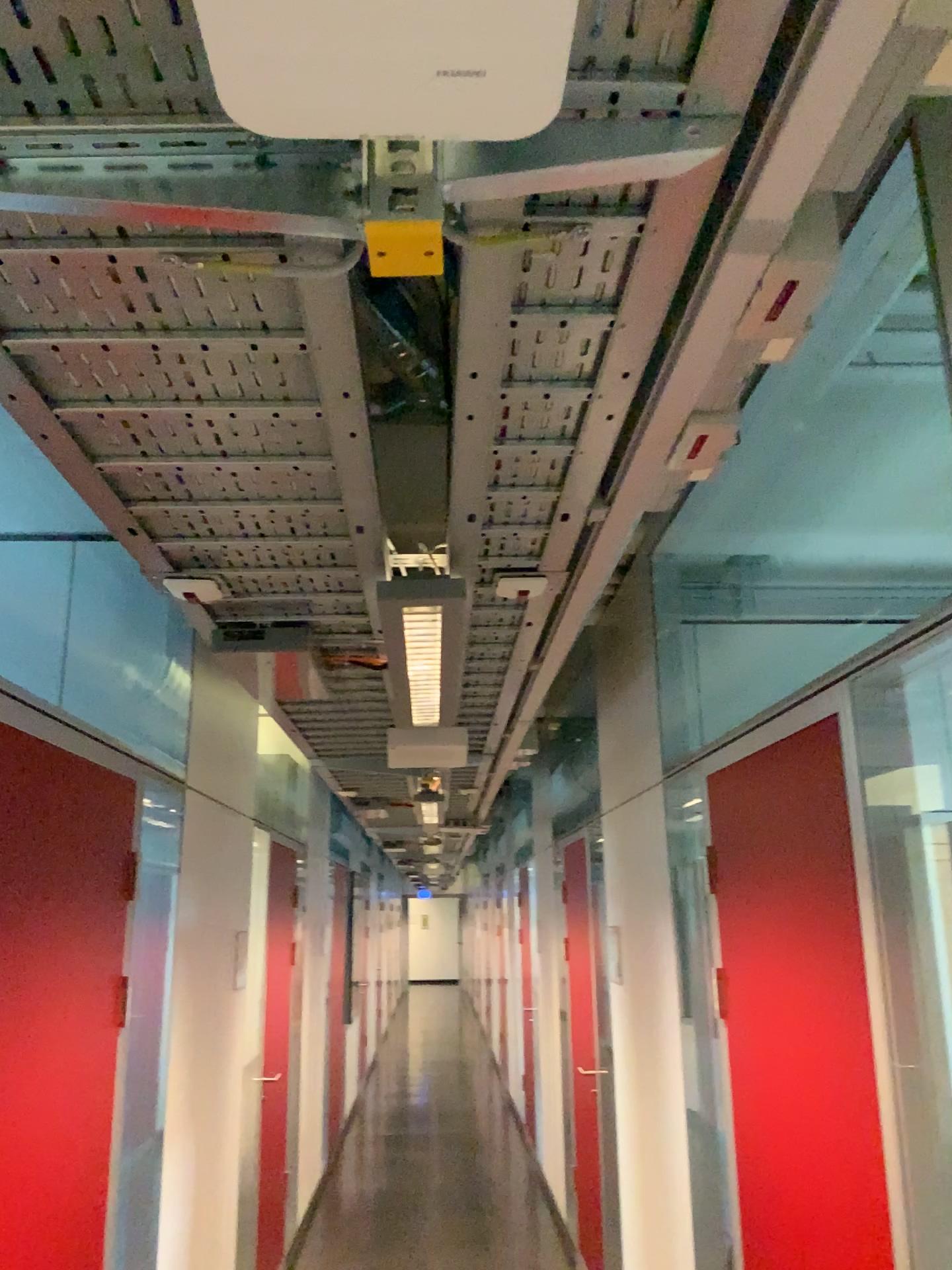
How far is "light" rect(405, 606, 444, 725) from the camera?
2.01m

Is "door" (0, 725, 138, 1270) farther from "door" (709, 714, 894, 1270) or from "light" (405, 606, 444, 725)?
"door" (709, 714, 894, 1270)

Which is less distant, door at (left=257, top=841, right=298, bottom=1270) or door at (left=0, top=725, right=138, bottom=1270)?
door at (left=0, top=725, right=138, bottom=1270)

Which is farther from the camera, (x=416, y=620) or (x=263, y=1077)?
(x=263, y=1077)

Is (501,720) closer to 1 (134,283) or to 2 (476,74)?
1 (134,283)

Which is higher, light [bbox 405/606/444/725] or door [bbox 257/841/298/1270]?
light [bbox 405/606/444/725]

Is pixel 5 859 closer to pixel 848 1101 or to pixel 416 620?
pixel 416 620

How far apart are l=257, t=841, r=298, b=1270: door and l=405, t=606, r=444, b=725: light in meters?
2.5 m

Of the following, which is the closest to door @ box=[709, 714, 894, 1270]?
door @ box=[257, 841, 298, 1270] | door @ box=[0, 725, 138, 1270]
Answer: door @ box=[0, 725, 138, 1270]

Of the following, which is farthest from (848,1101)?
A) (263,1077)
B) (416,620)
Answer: (263,1077)
